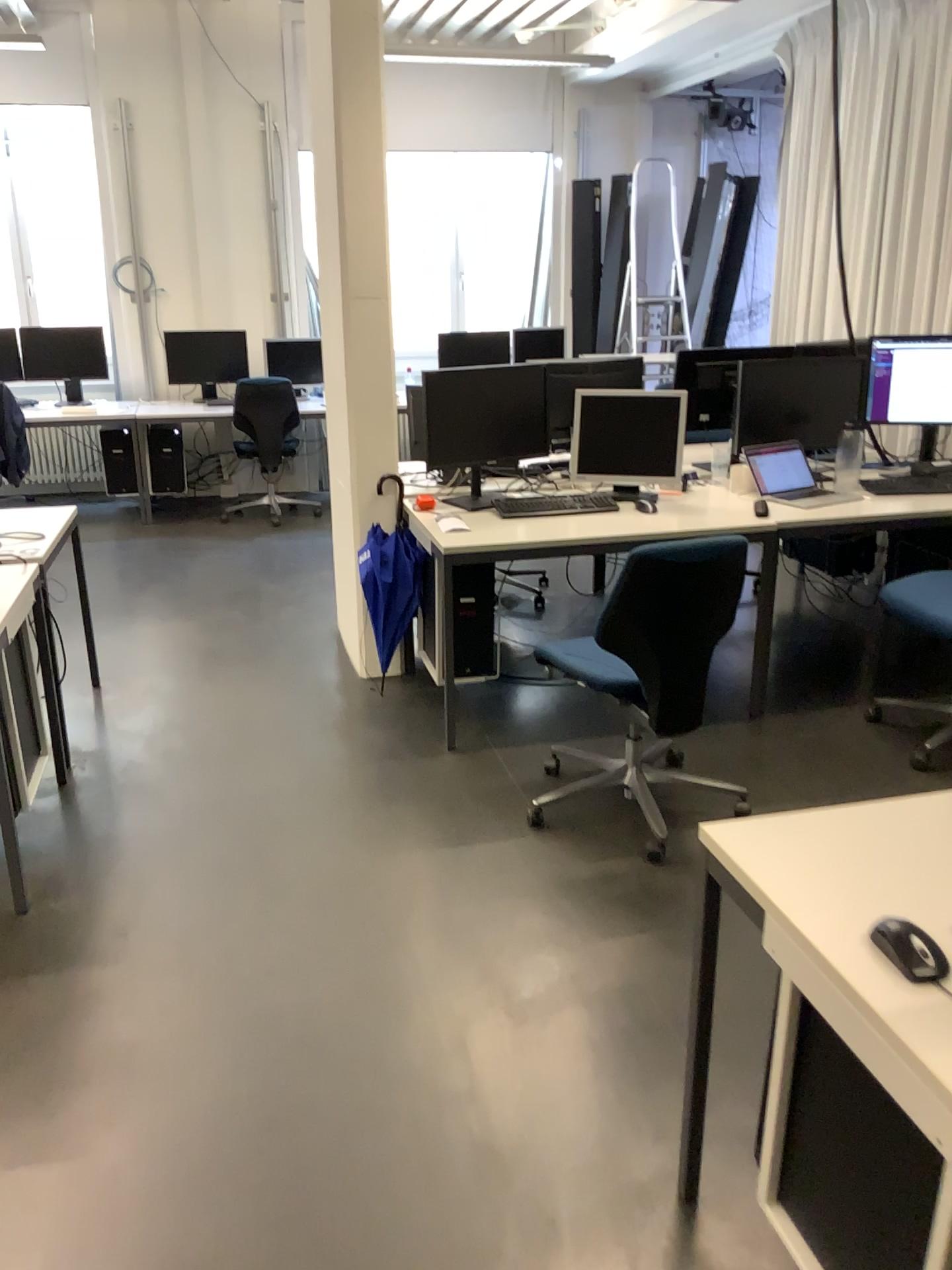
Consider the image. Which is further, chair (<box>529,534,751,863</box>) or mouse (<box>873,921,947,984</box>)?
chair (<box>529,534,751,863</box>)

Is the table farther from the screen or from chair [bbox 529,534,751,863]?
the screen

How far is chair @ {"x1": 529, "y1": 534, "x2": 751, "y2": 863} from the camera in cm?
276

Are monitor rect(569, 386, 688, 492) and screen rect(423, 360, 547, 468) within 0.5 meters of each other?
yes

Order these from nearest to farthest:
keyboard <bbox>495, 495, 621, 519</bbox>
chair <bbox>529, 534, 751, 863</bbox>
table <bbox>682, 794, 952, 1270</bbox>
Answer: table <bbox>682, 794, 952, 1270</bbox>, chair <bbox>529, 534, 751, 863</bbox>, keyboard <bbox>495, 495, 621, 519</bbox>

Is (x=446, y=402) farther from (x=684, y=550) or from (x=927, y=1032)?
(x=927, y=1032)

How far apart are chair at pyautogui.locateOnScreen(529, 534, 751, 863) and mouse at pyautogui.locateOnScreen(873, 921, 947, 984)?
1.5m

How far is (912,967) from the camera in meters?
1.3

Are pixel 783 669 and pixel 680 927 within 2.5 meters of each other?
yes

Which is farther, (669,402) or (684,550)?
(669,402)
